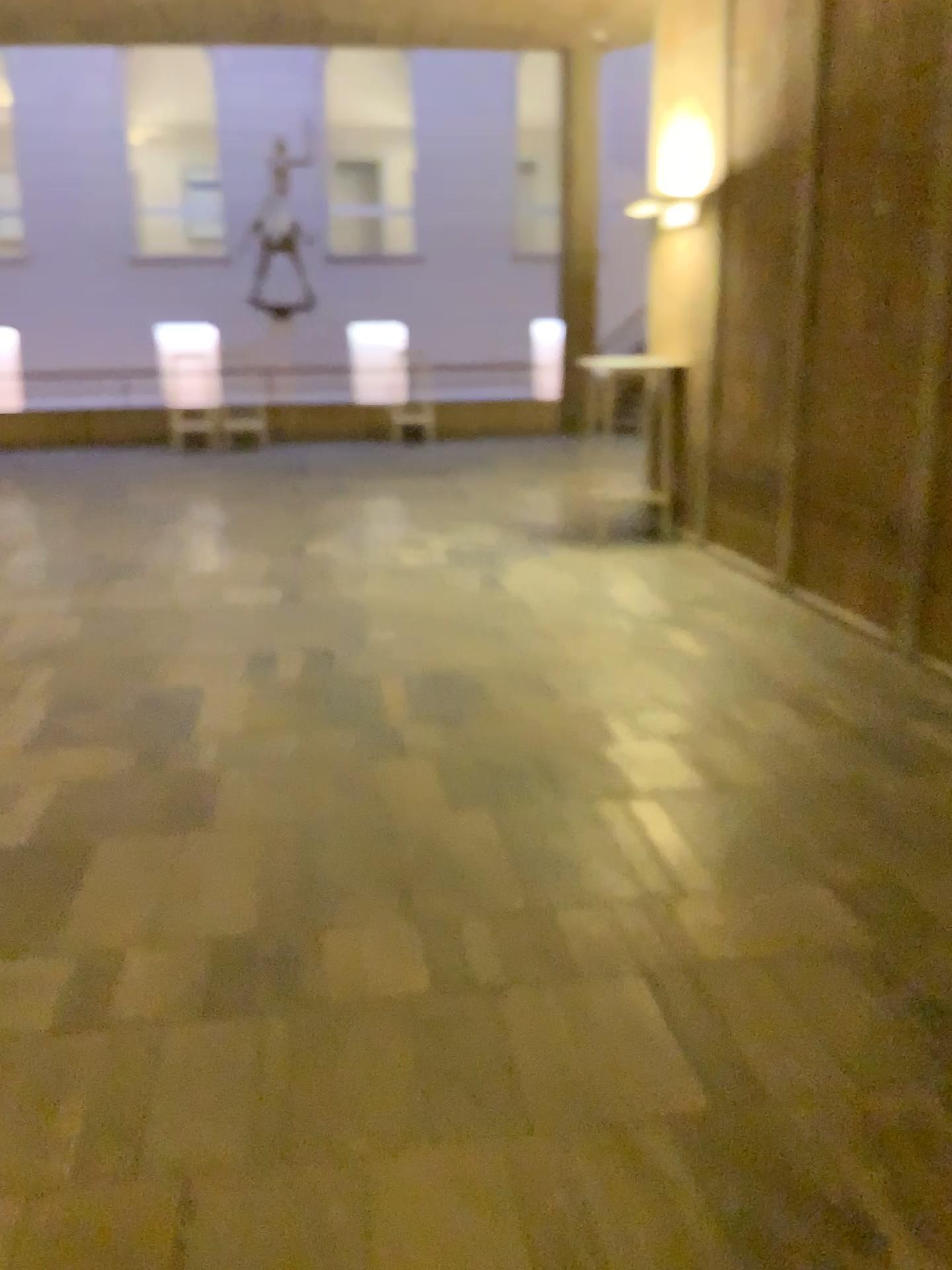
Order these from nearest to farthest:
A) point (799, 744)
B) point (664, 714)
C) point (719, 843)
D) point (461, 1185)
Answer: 1. point (461, 1185)
2. point (719, 843)
3. point (799, 744)
4. point (664, 714)
